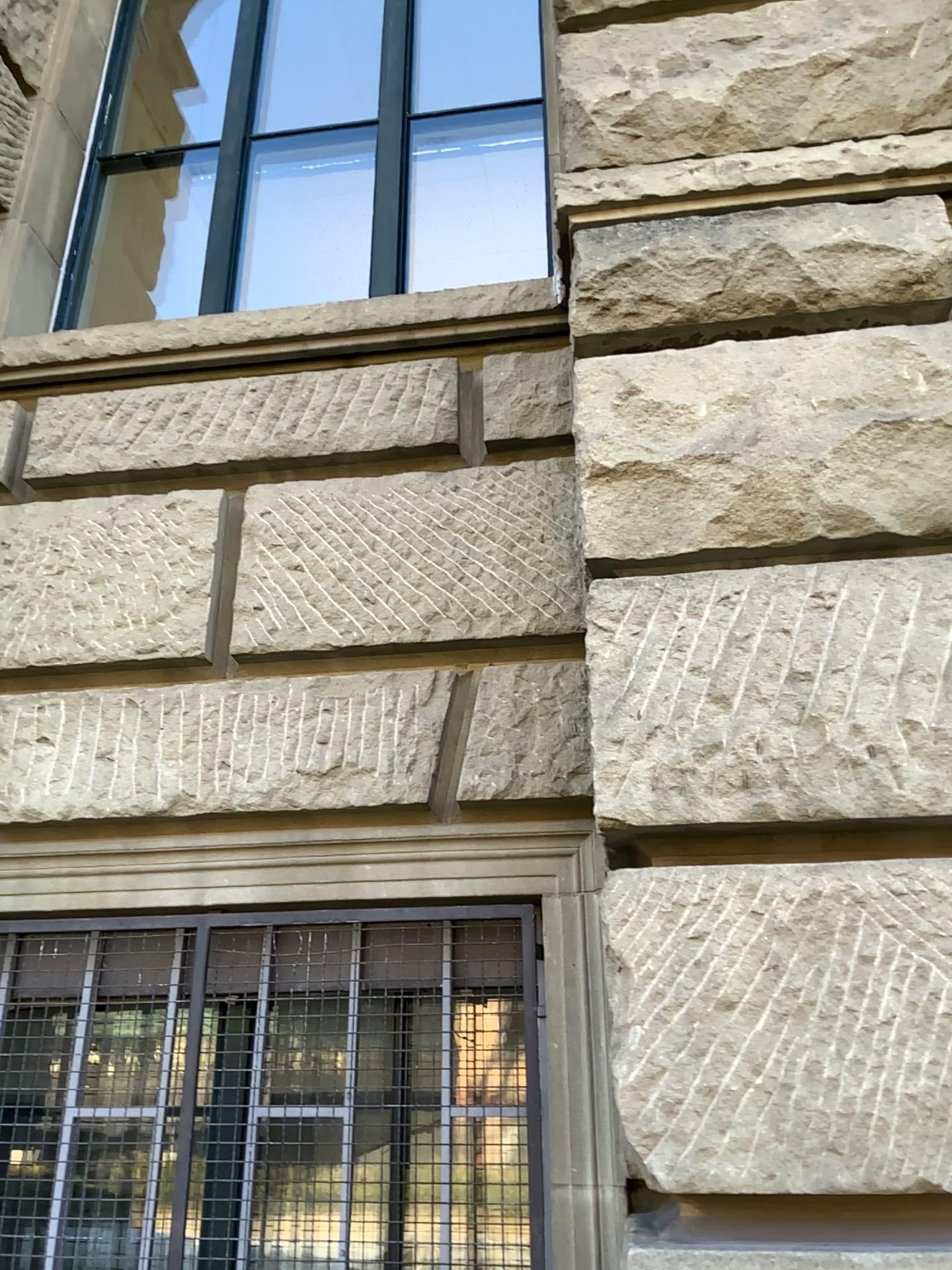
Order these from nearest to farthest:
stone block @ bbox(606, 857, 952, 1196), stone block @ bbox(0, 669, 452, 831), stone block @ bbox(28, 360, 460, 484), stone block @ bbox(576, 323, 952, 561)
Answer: stone block @ bbox(606, 857, 952, 1196), stone block @ bbox(576, 323, 952, 561), stone block @ bbox(0, 669, 452, 831), stone block @ bbox(28, 360, 460, 484)

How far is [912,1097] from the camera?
1.4m

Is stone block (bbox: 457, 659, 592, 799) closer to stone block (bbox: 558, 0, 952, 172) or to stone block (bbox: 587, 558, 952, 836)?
stone block (bbox: 587, 558, 952, 836)

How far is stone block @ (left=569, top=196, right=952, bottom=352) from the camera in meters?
2.0 m

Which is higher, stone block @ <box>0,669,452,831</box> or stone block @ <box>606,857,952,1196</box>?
stone block @ <box>0,669,452,831</box>

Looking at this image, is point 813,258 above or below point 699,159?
below

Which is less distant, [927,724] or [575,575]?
[927,724]

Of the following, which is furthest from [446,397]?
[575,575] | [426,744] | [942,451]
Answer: [942,451]

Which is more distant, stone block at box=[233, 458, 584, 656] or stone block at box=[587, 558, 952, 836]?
stone block at box=[233, 458, 584, 656]

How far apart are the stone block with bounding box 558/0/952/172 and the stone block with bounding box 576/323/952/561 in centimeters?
54cm
